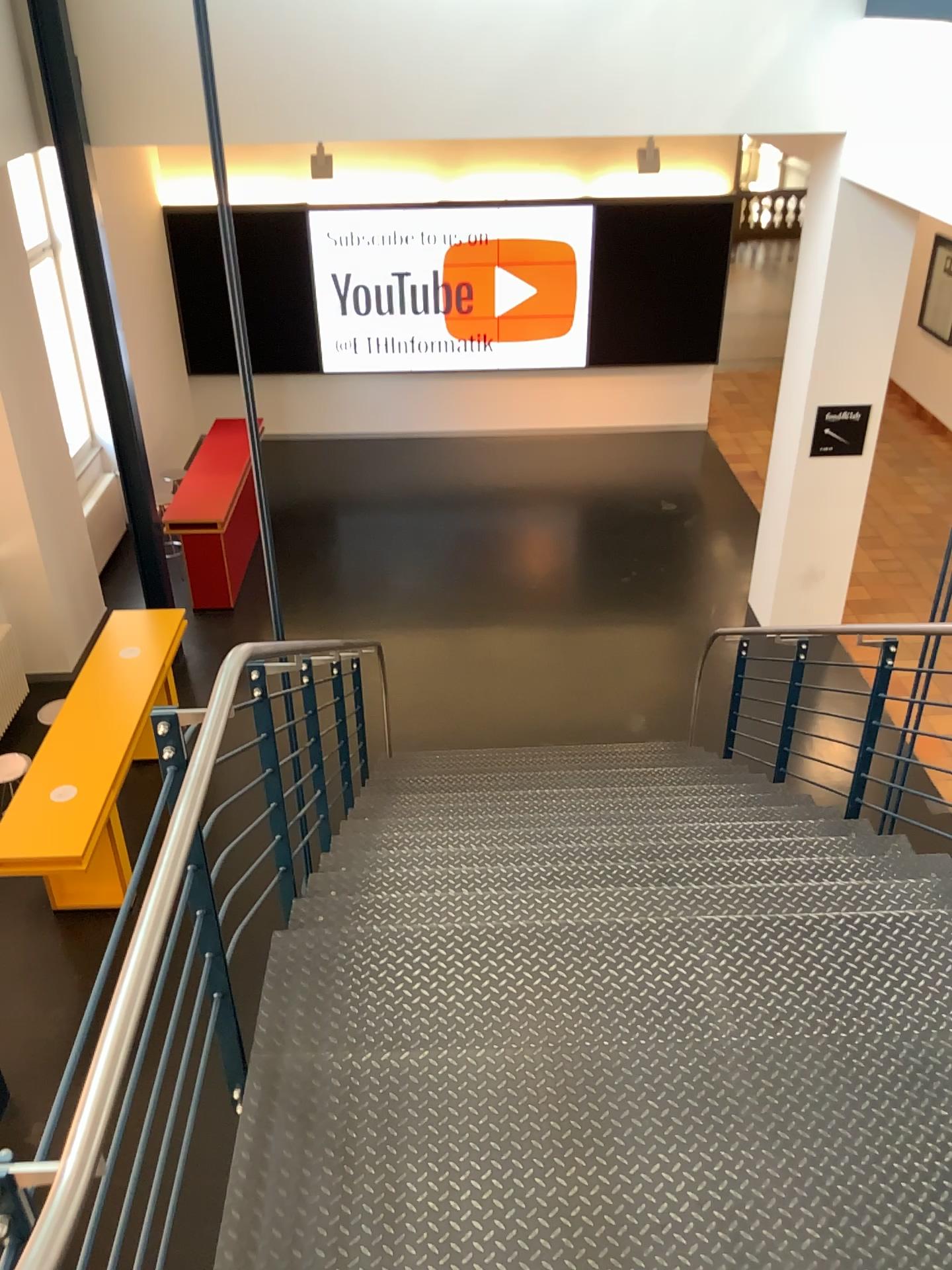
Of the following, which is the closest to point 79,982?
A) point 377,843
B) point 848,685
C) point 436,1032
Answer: point 436,1032
